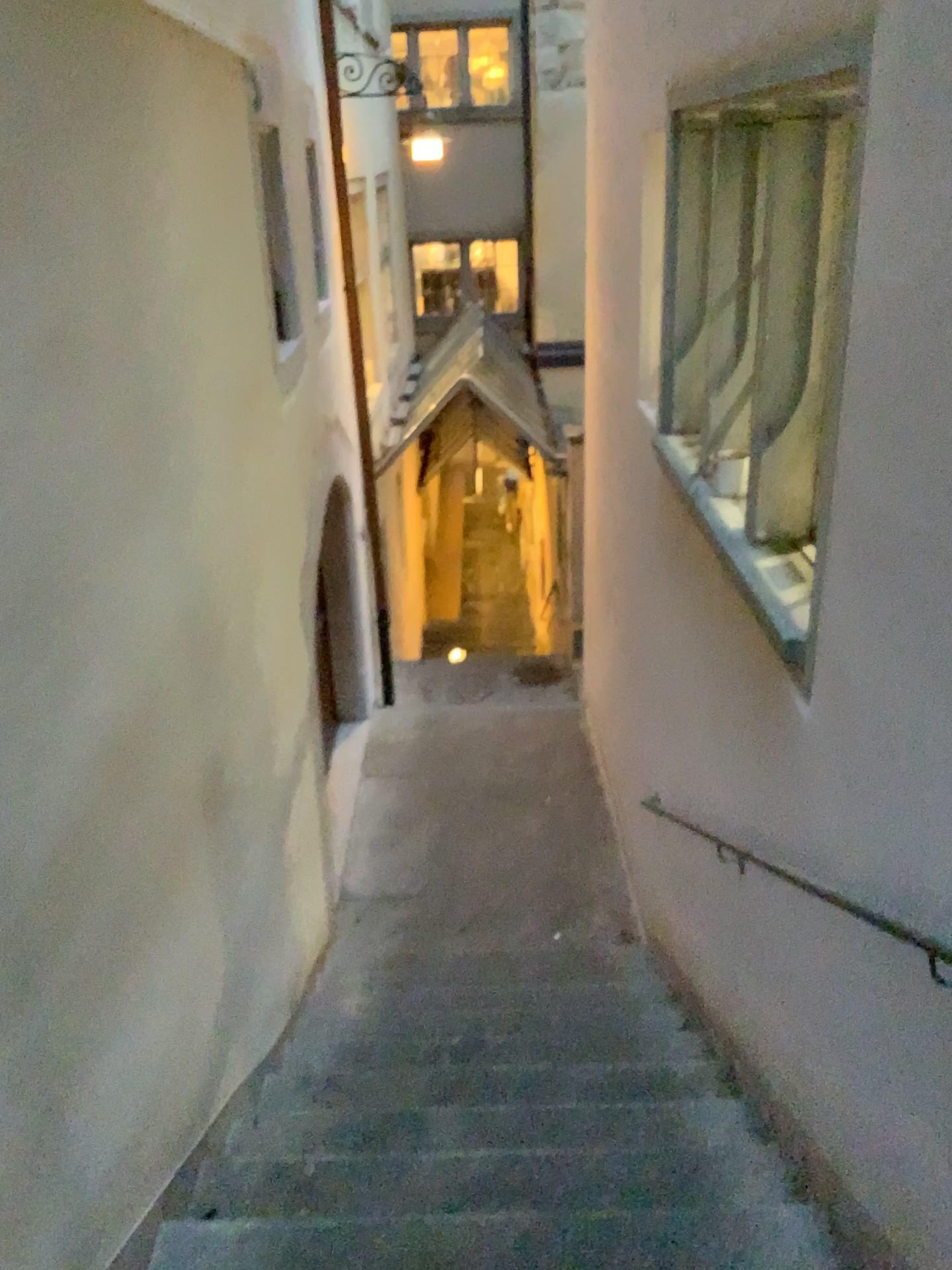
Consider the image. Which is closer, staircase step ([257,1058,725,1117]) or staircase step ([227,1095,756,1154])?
staircase step ([227,1095,756,1154])

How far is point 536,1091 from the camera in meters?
3.4 m

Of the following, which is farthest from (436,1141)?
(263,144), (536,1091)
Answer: (263,144)

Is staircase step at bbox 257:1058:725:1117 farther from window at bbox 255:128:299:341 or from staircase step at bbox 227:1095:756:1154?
window at bbox 255:128:299:341

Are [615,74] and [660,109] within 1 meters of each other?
yes

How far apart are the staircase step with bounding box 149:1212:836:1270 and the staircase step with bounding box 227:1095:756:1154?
0.40m

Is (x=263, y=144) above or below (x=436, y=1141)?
above

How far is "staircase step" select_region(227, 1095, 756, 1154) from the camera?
2.98m

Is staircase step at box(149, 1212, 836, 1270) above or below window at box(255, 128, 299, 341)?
below

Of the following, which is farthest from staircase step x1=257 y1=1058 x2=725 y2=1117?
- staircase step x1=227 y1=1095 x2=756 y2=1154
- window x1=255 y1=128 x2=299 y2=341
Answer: window x1=255 y1=128 x2=299 y2=341
